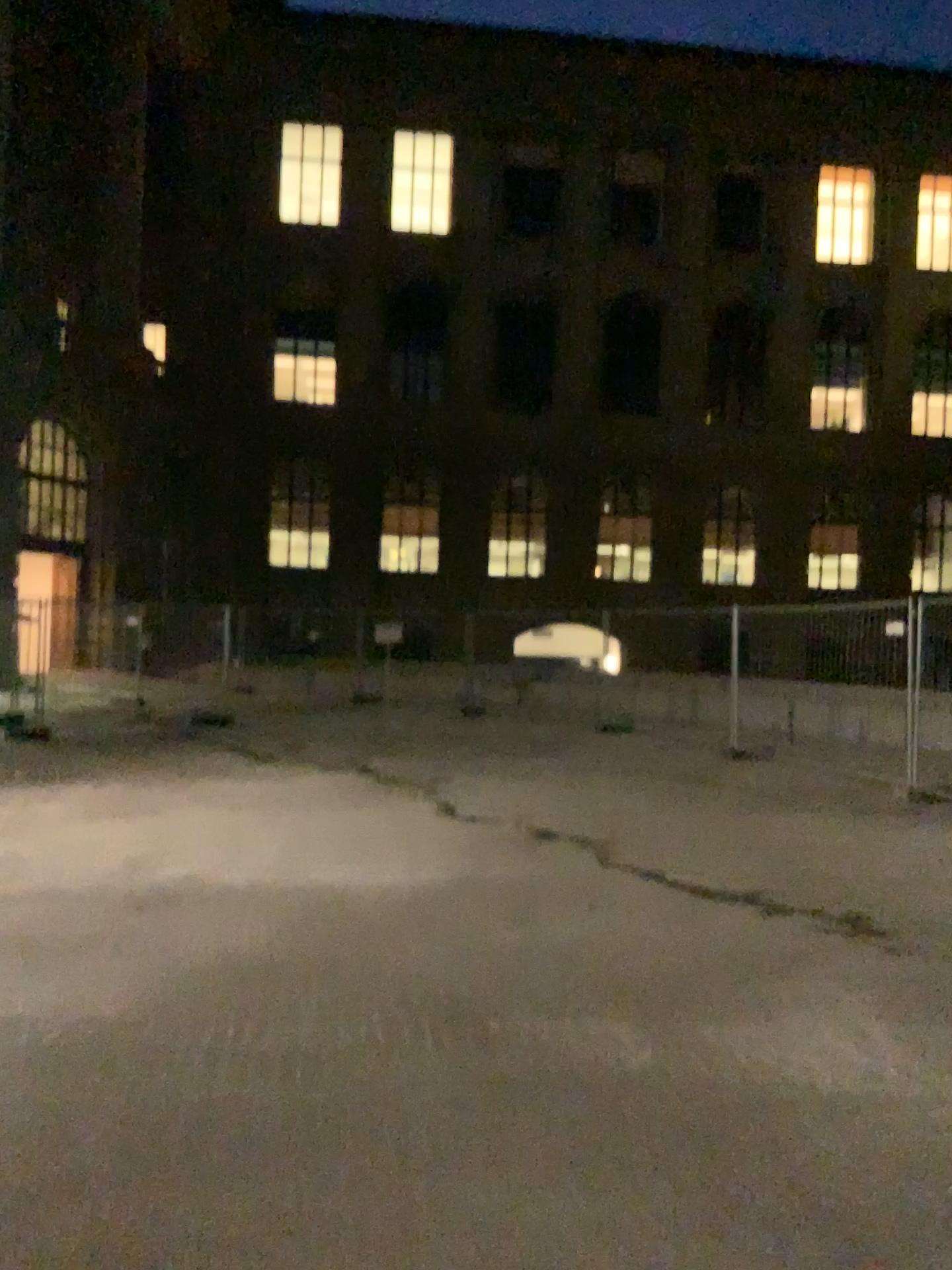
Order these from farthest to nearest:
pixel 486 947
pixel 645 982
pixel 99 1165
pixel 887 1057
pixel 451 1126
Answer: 1. pixel 486 947
2. pixel 645 982
3. pixel 887 1057
4. pixel 451 1126
5. pixel 99 1165
